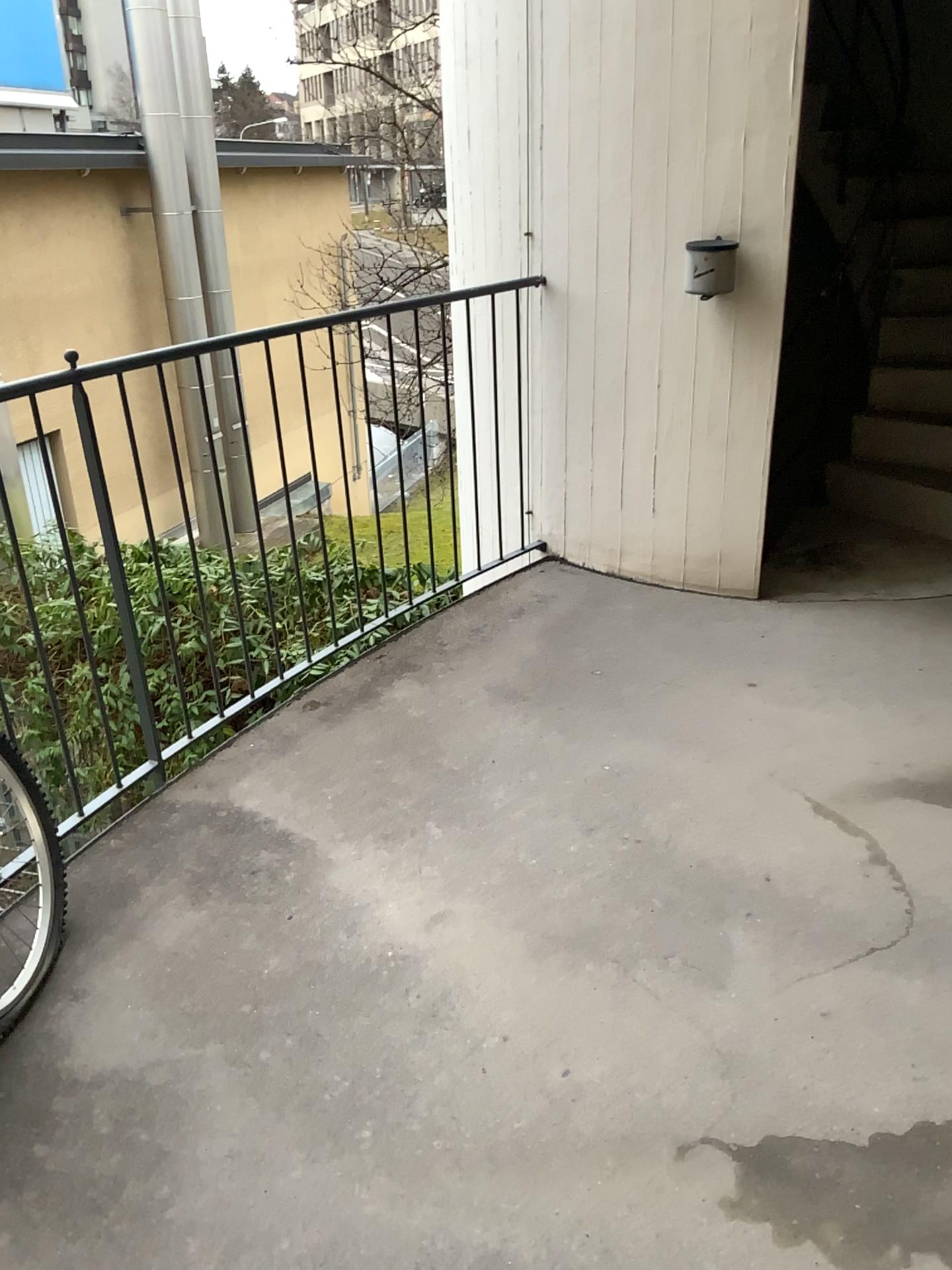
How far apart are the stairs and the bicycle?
3.34m

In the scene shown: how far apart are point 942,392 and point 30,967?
3.8 meters

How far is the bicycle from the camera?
1.95m

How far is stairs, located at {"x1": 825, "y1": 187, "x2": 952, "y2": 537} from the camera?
4.15m

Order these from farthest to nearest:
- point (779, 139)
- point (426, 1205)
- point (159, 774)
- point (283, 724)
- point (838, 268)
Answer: point (838, 268) → point (779, 139) → point (283, 724) → point (159, 774) → point (426, 1205)

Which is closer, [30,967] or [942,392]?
[30,967]

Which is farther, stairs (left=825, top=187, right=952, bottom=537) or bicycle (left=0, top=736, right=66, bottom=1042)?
stairs (left=825, top=187, right=952, bottom=537)

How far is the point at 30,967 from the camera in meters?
2.0 m
